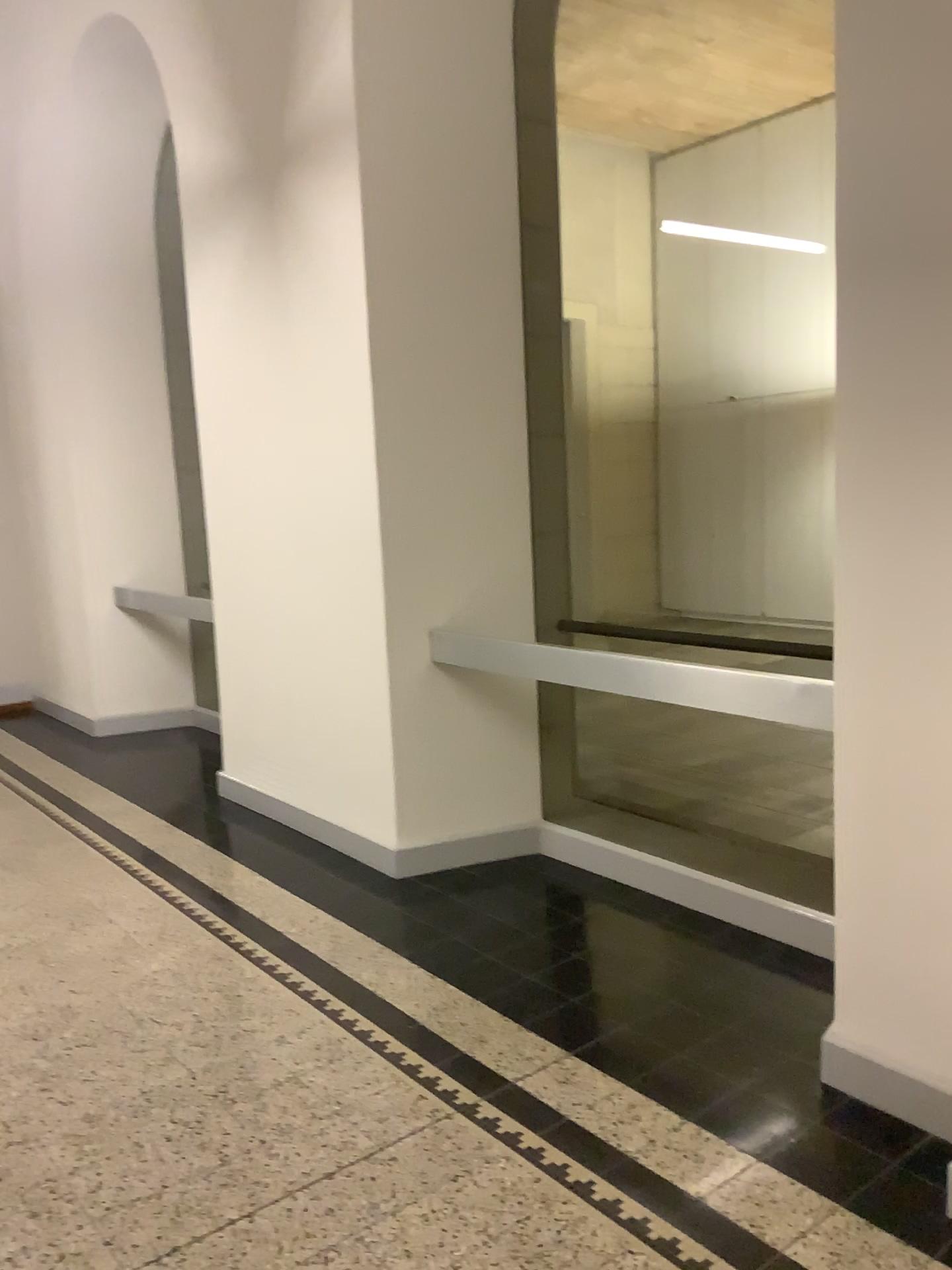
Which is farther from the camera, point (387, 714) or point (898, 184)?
point (387, 714)
